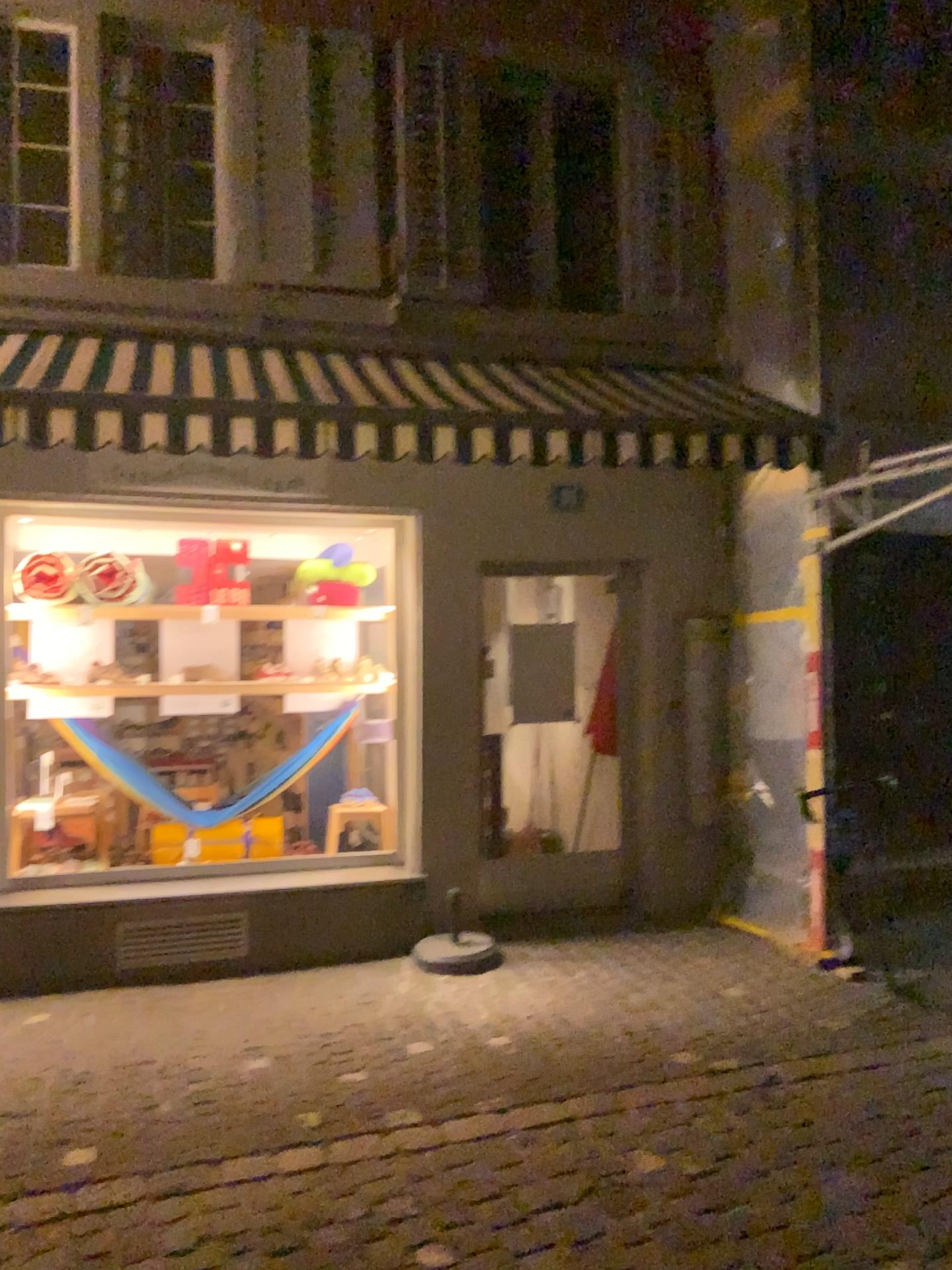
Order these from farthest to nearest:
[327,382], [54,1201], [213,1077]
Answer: [327,382], [213,1077], [54,1201]
